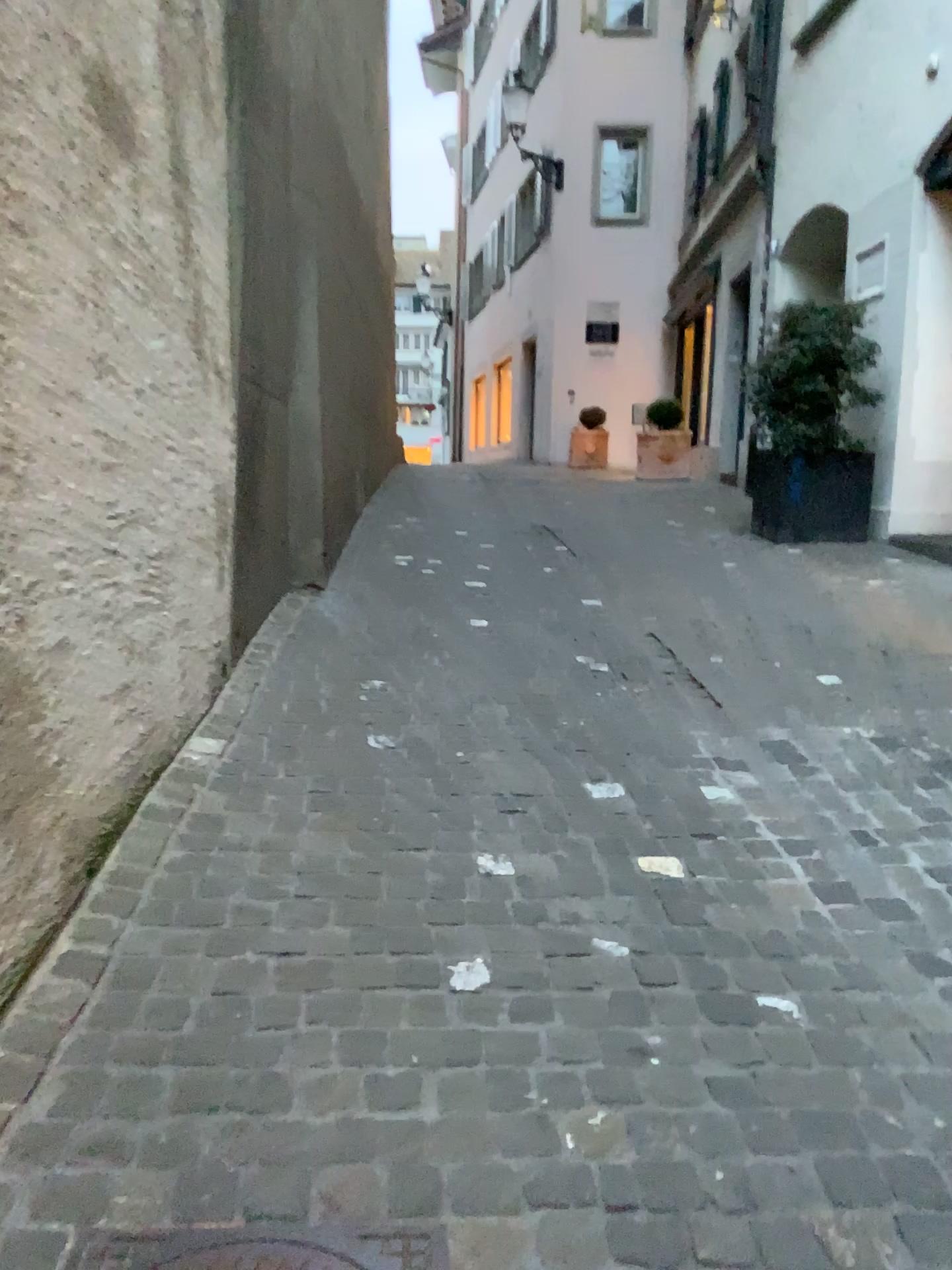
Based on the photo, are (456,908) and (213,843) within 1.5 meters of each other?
yes

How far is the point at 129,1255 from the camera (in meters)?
1.40

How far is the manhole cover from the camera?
1.40m
